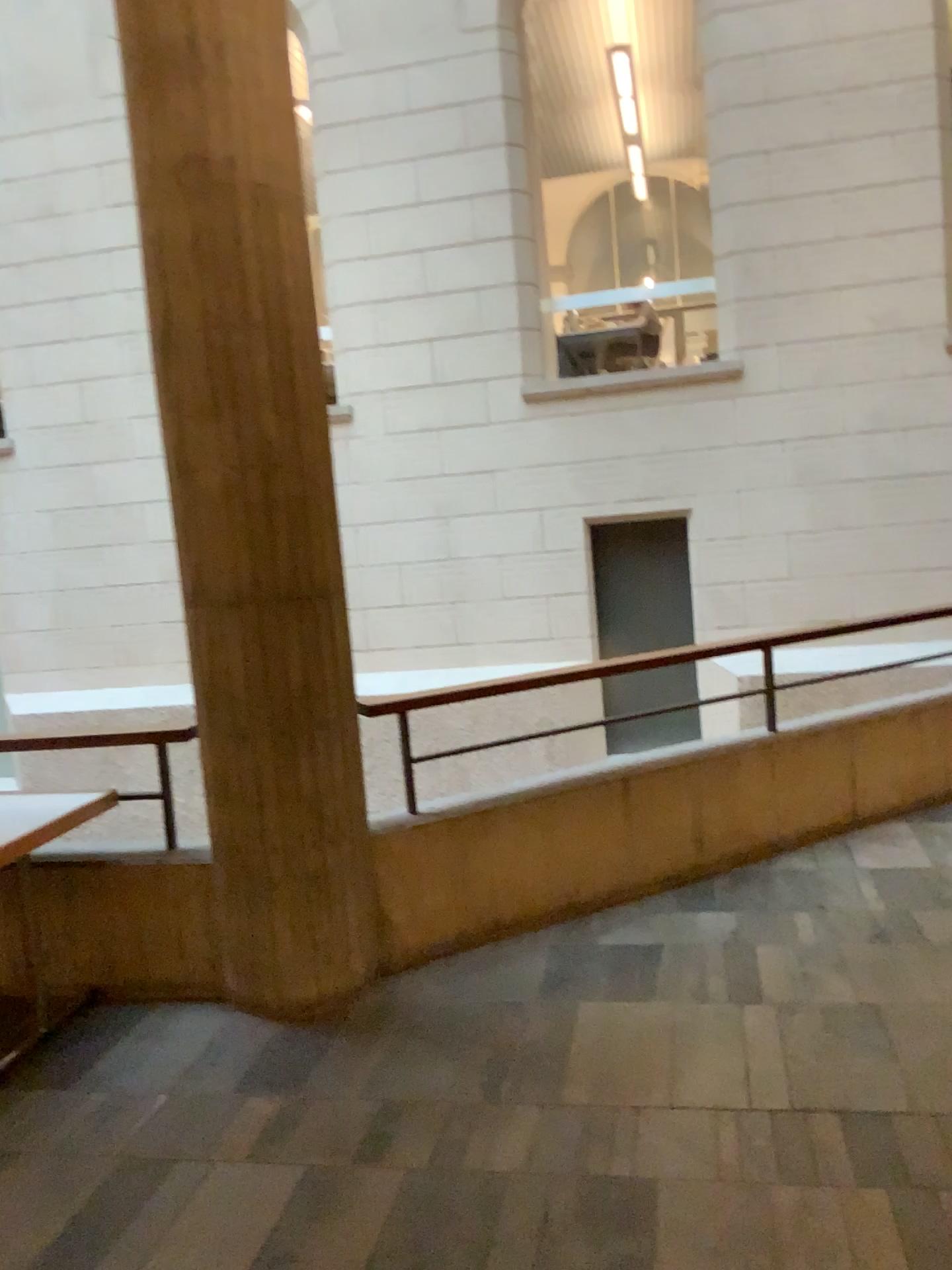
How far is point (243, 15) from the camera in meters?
3.2

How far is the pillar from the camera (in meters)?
3.22

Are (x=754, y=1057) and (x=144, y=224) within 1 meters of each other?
no
